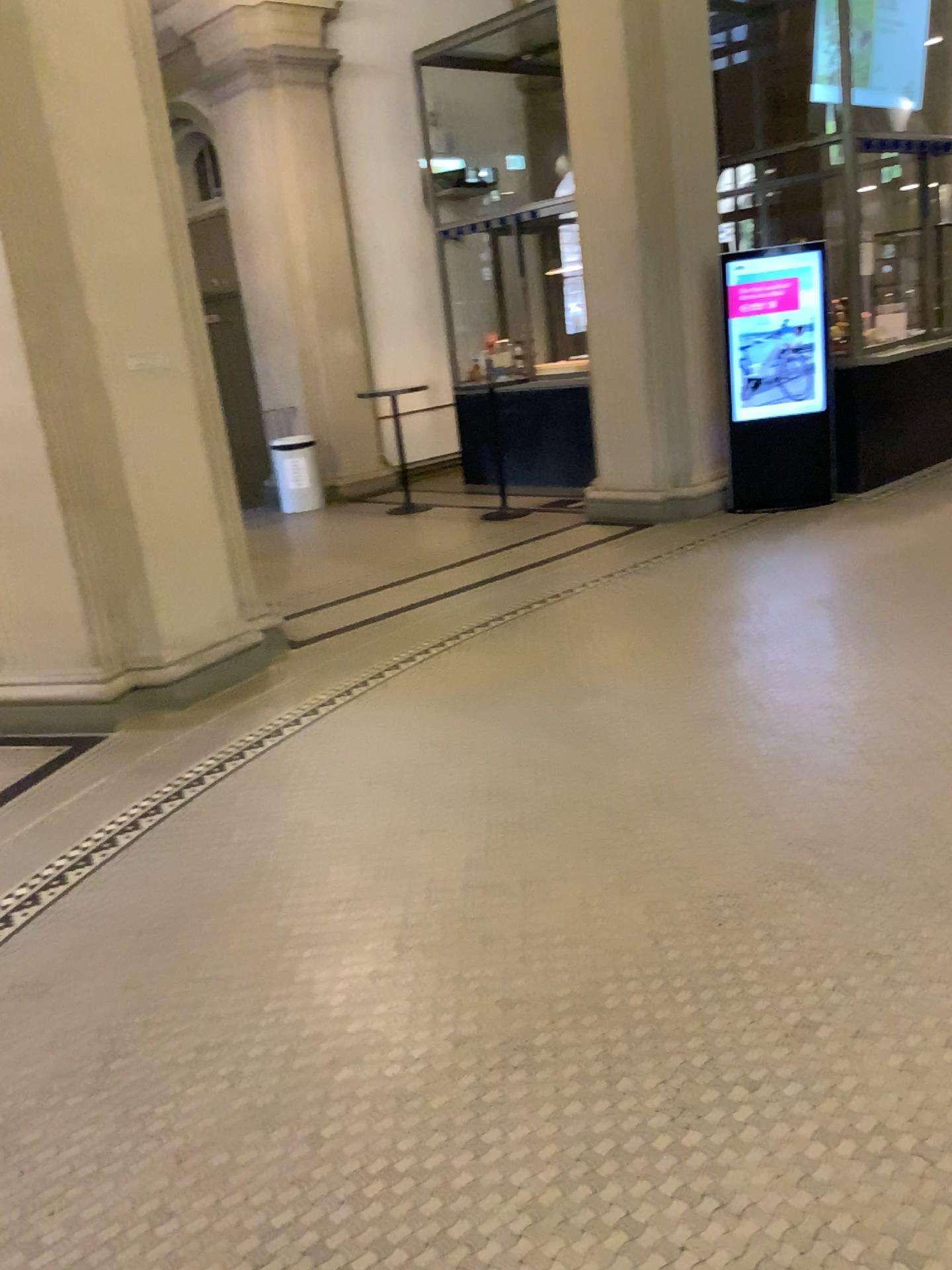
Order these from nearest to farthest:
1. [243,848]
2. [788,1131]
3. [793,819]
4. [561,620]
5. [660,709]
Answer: [788,1131] → [793,819] → [243,848] → [660,709] → [561,620]
